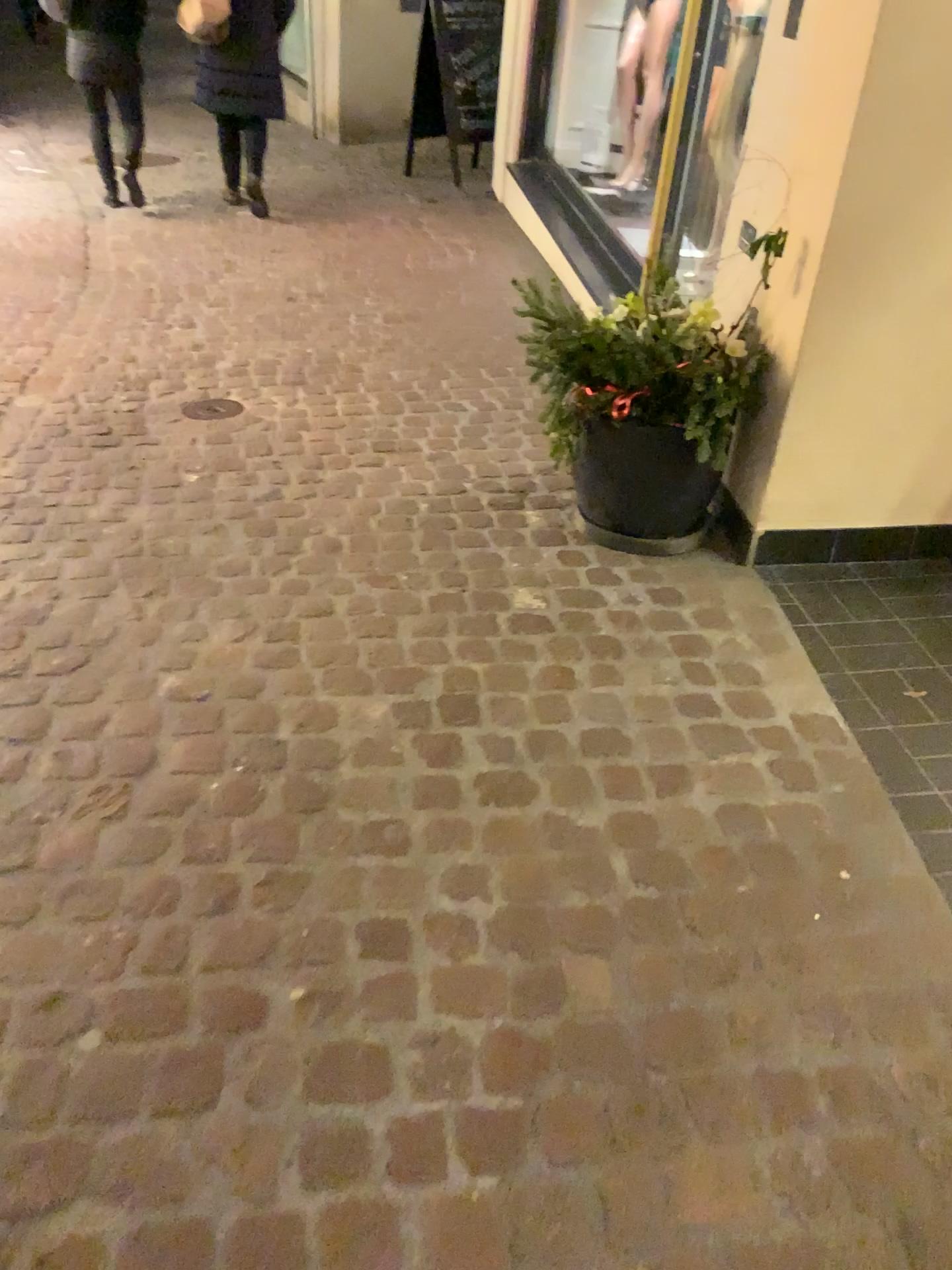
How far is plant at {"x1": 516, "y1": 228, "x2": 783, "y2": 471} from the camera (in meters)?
2.51

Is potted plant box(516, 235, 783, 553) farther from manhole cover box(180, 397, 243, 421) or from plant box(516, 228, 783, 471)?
manhole cover box(180, 397, 243, 421)

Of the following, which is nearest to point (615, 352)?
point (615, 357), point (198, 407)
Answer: point (615, 357)

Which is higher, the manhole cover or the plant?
the plant

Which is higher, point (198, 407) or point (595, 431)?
point (595, 431)

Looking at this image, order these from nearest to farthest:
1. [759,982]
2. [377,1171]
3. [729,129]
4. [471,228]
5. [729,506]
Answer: [377,1171]
[759,982]
[729,506]
[729,129]
[471,228]

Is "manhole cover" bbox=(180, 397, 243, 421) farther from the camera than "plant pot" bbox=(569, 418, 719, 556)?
Yes

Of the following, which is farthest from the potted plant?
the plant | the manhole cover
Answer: the manhole cover

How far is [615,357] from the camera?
2.5m

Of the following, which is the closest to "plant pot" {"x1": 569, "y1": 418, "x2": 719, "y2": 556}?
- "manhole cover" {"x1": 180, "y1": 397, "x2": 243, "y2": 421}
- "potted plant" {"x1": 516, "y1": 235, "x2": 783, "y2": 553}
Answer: "potted plant" {"x1": 516, "y1": 235, "x2": 783, "y2": 553}
